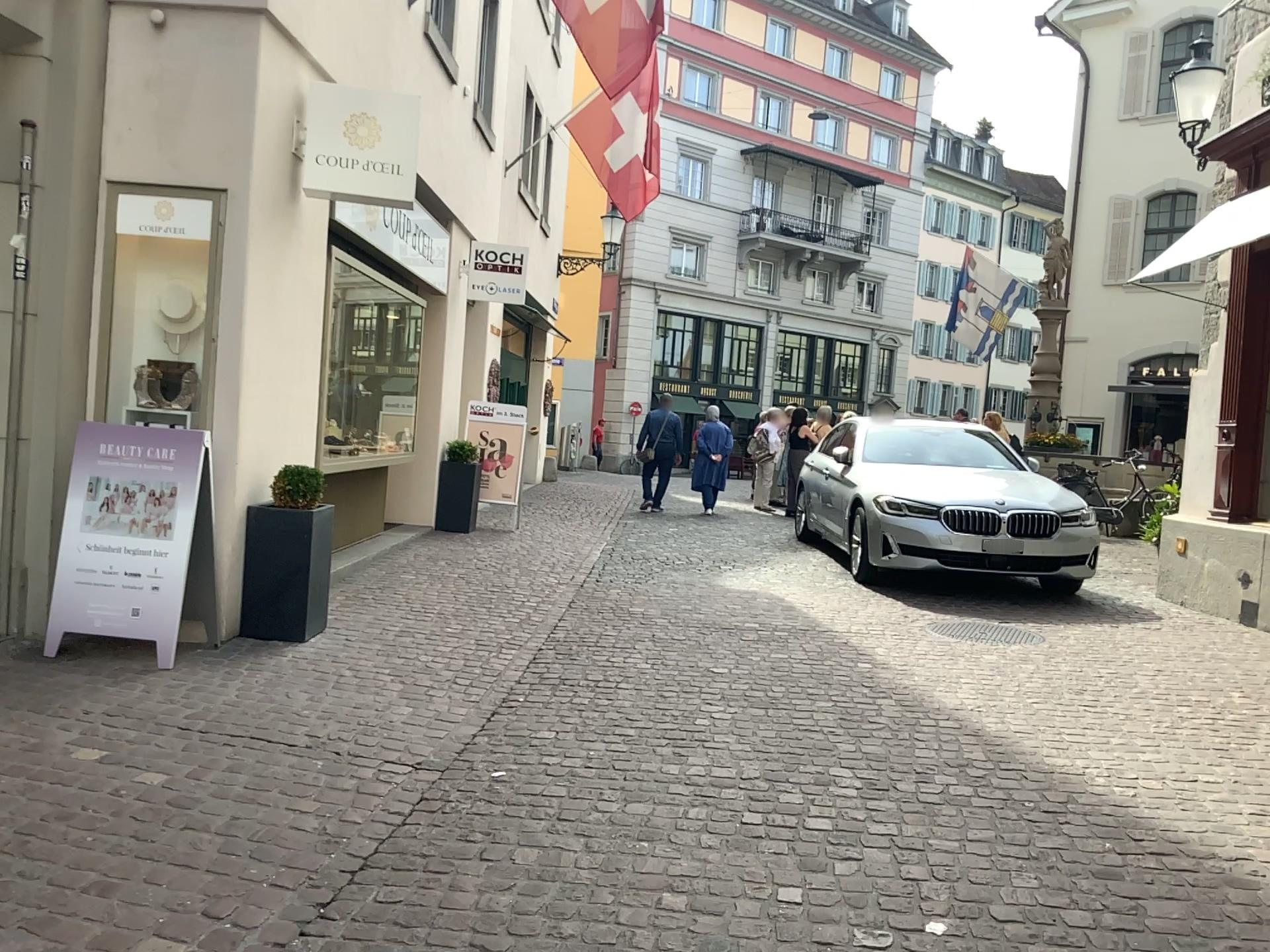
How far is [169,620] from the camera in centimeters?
488cm
